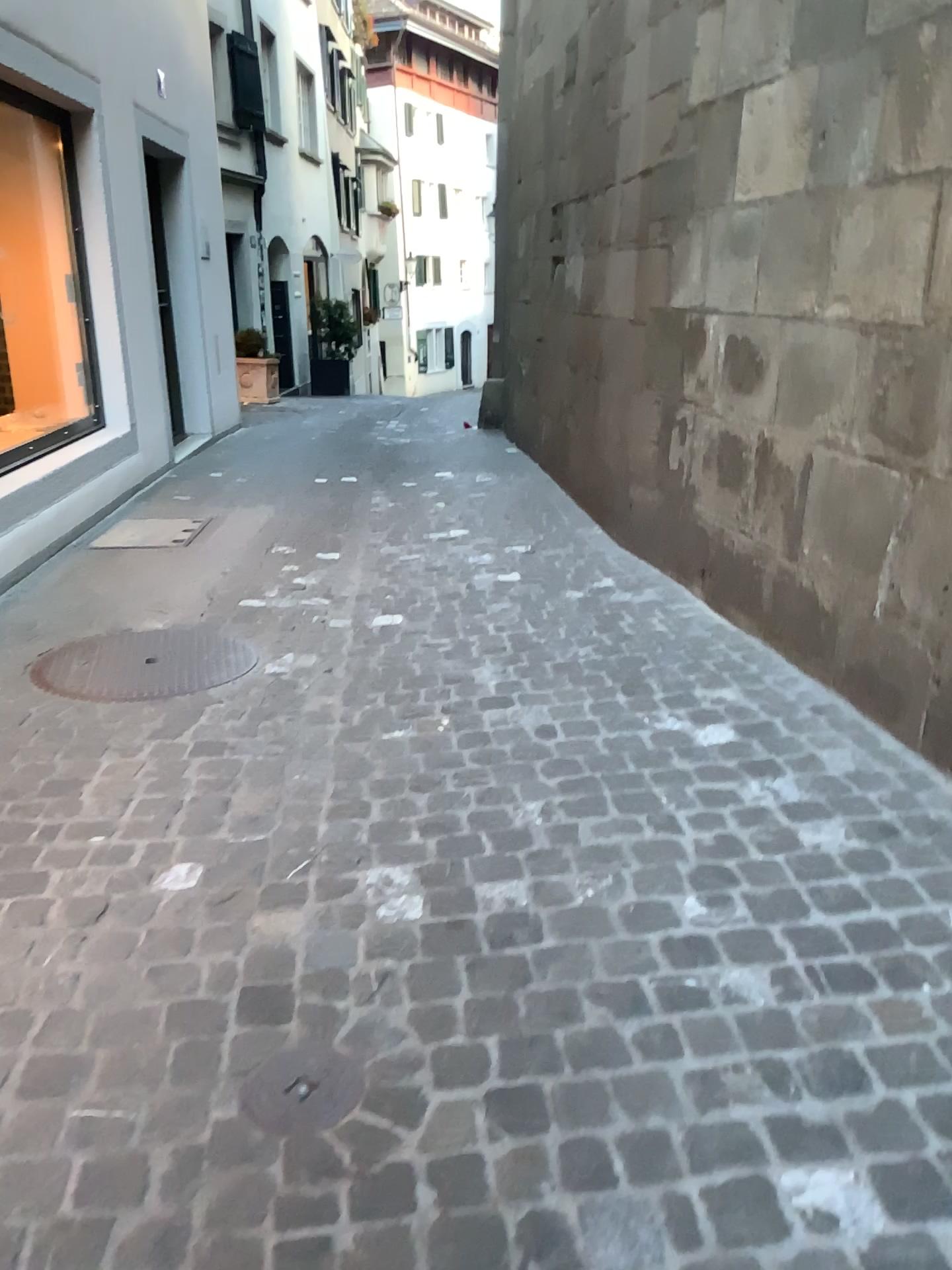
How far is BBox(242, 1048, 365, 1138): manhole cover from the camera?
1.58m

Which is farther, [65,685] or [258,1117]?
[65,685]

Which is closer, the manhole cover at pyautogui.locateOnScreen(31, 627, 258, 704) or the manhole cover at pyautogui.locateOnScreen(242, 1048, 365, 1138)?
the manhole cover at pyautogui.locateOnScreen(242, 1048, 365, 1138)

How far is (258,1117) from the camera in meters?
1.6

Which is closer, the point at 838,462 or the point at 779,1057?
the point at 779,1057
